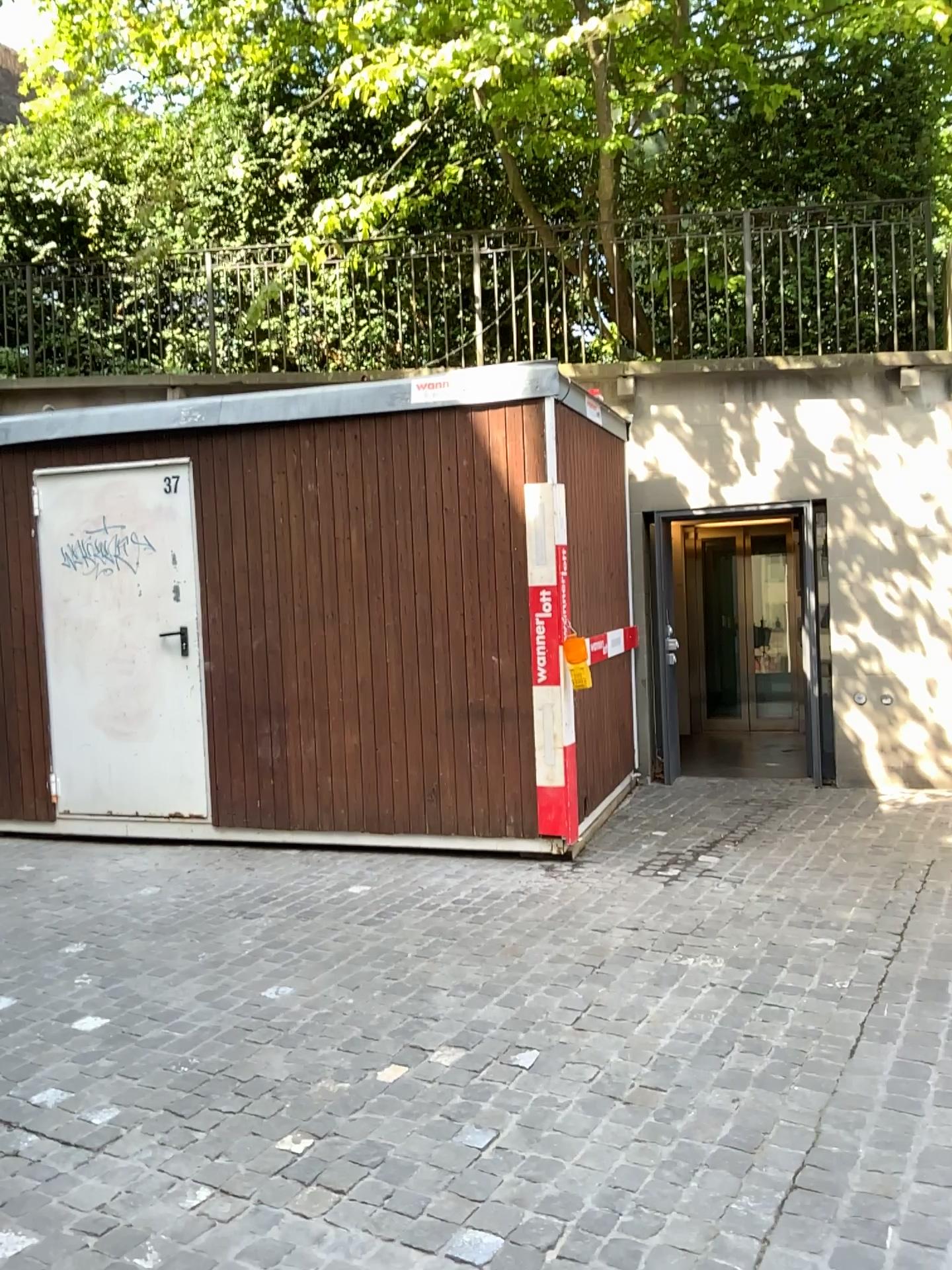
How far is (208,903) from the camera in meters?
4.7 m
